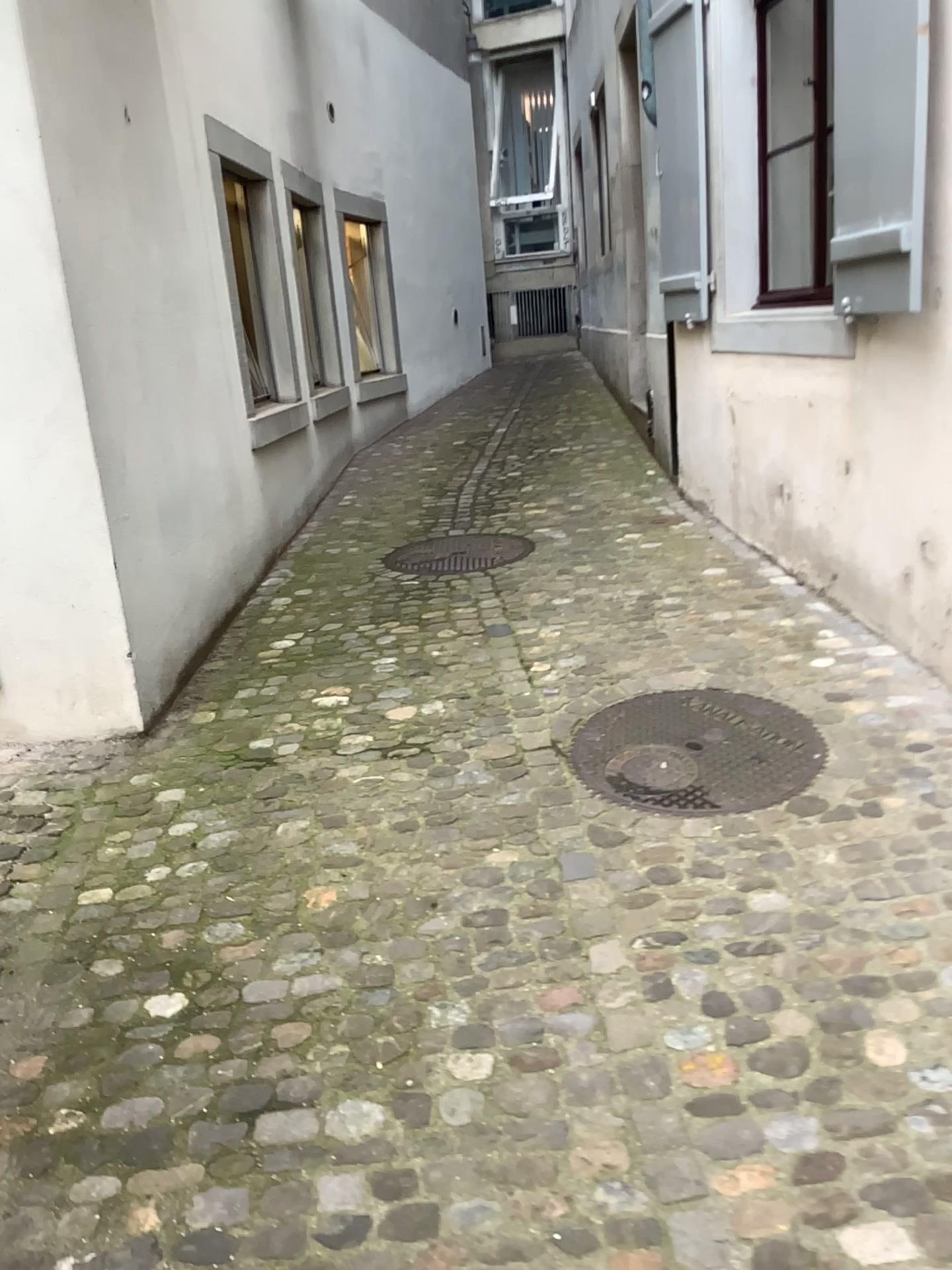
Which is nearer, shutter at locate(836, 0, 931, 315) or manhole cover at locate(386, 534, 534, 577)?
shutter at locate(836, 0, 931, 315)

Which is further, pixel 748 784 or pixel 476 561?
pixel 476 561

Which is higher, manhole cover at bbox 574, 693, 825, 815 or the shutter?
the shutter

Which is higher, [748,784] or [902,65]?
[902,65]

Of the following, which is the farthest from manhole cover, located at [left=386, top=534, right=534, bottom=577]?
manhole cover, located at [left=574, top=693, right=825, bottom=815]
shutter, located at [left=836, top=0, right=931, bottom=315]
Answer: shutter, located at [left=836, top=0, right=931, bottom=315]

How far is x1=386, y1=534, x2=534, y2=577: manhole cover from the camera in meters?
4.9 m

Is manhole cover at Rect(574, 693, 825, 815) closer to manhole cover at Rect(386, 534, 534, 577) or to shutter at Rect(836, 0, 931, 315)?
shutter at Rect(836, 0, 931, 315)

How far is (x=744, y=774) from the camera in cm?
289

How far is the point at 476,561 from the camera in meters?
4.9 m
